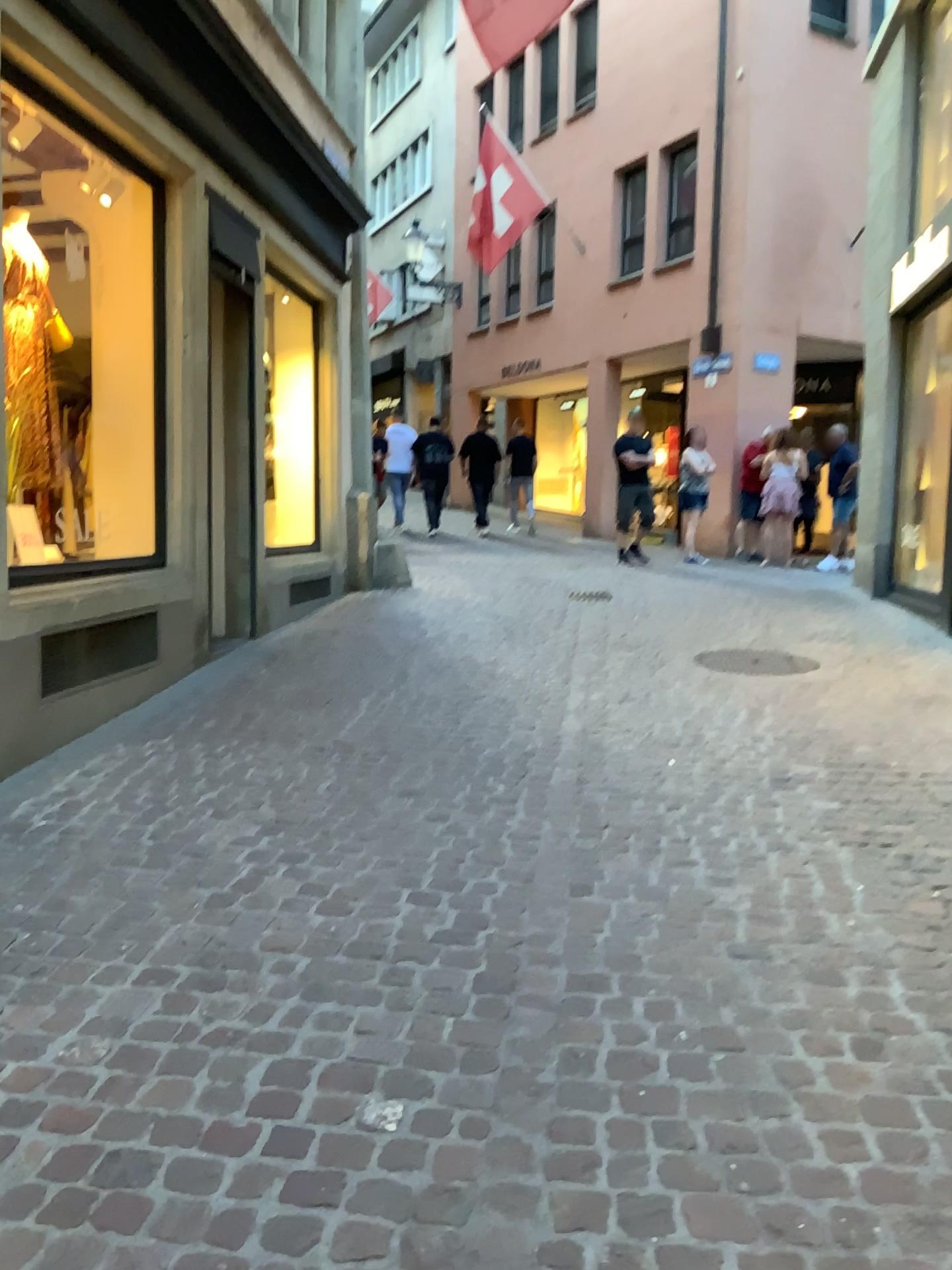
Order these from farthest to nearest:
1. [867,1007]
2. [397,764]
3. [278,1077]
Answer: [397,764] < [867,1007] < [278,1077]
